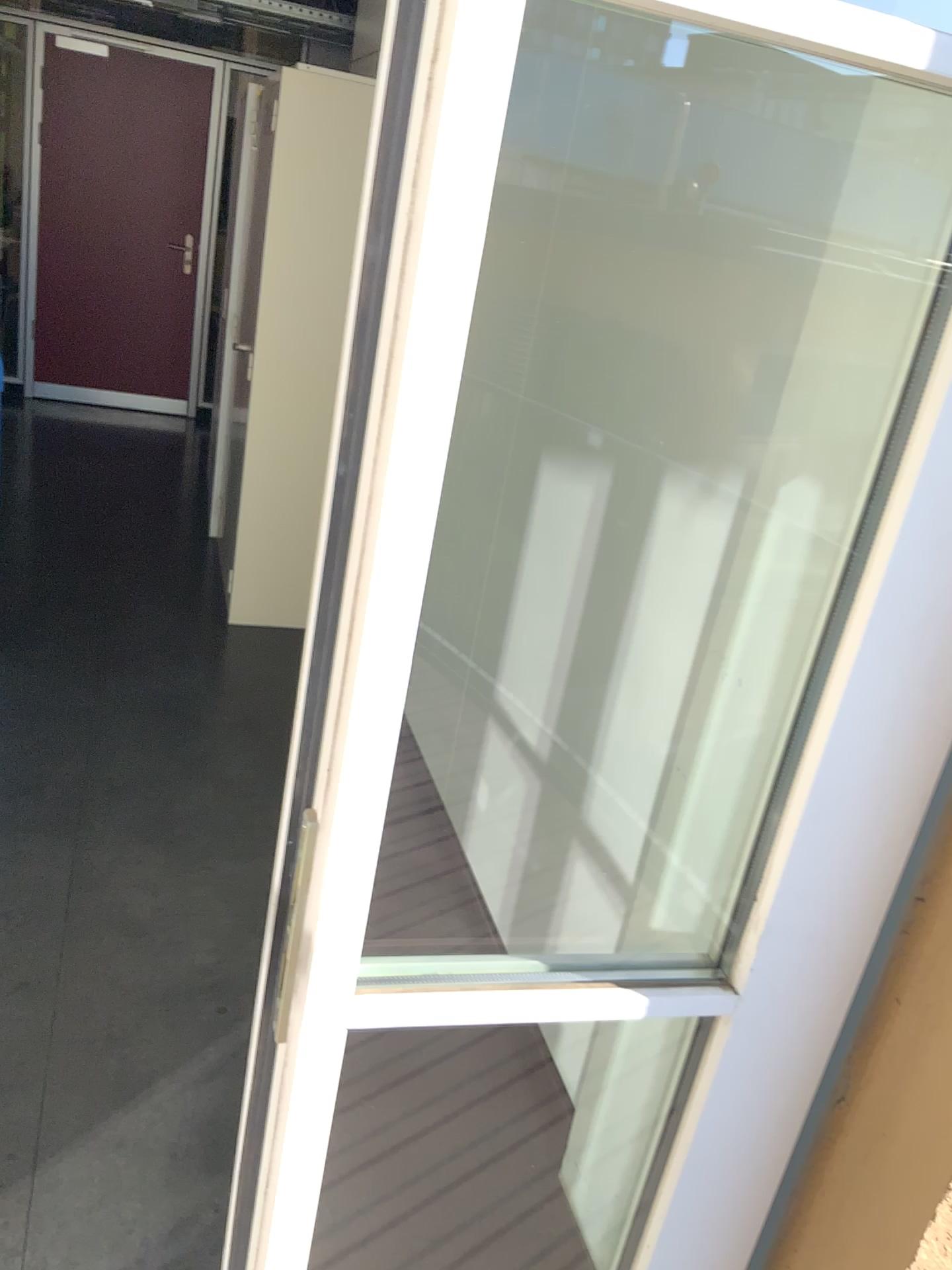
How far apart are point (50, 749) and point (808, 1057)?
2.41m
